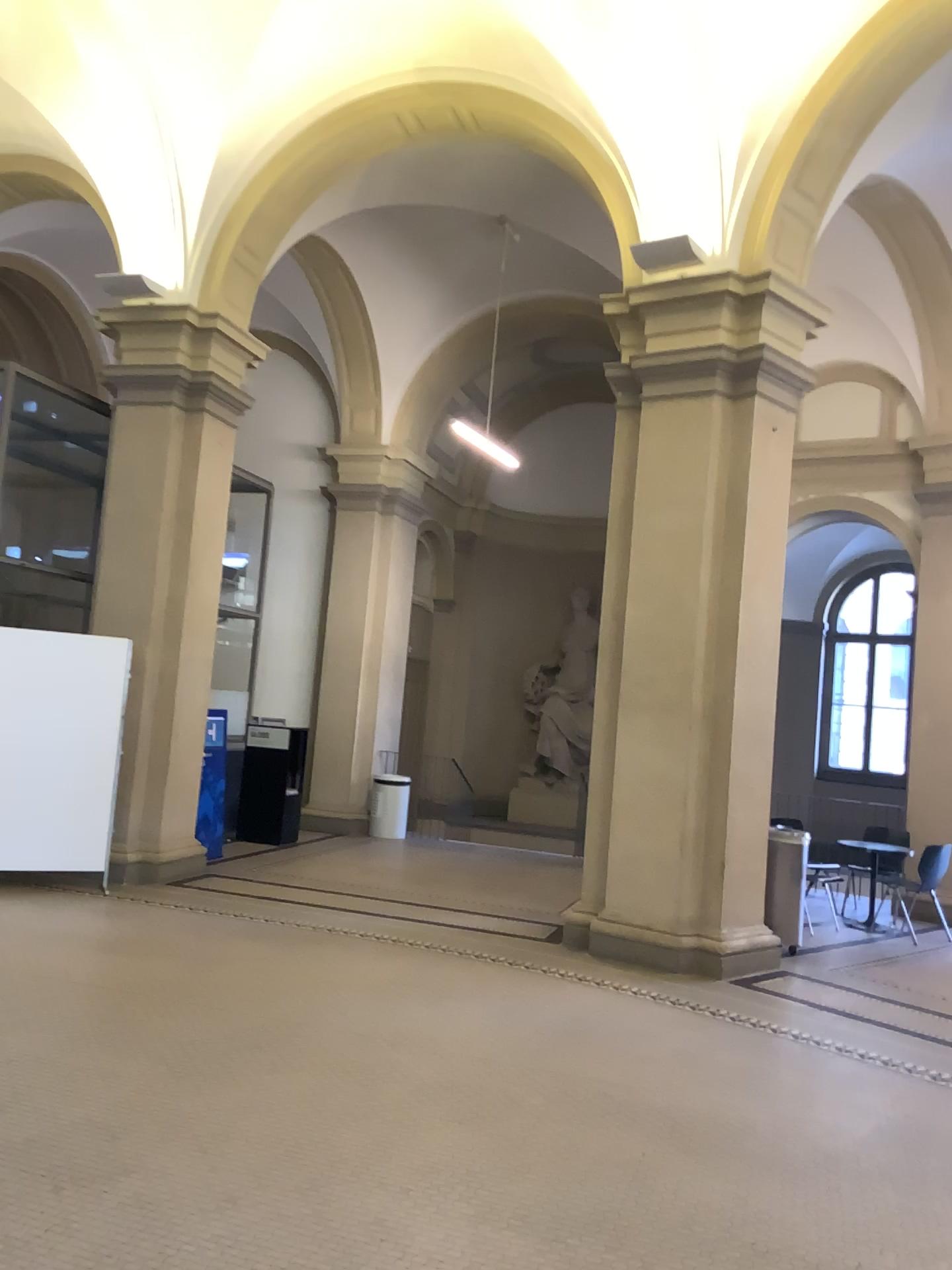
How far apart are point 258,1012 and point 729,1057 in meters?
2.3
